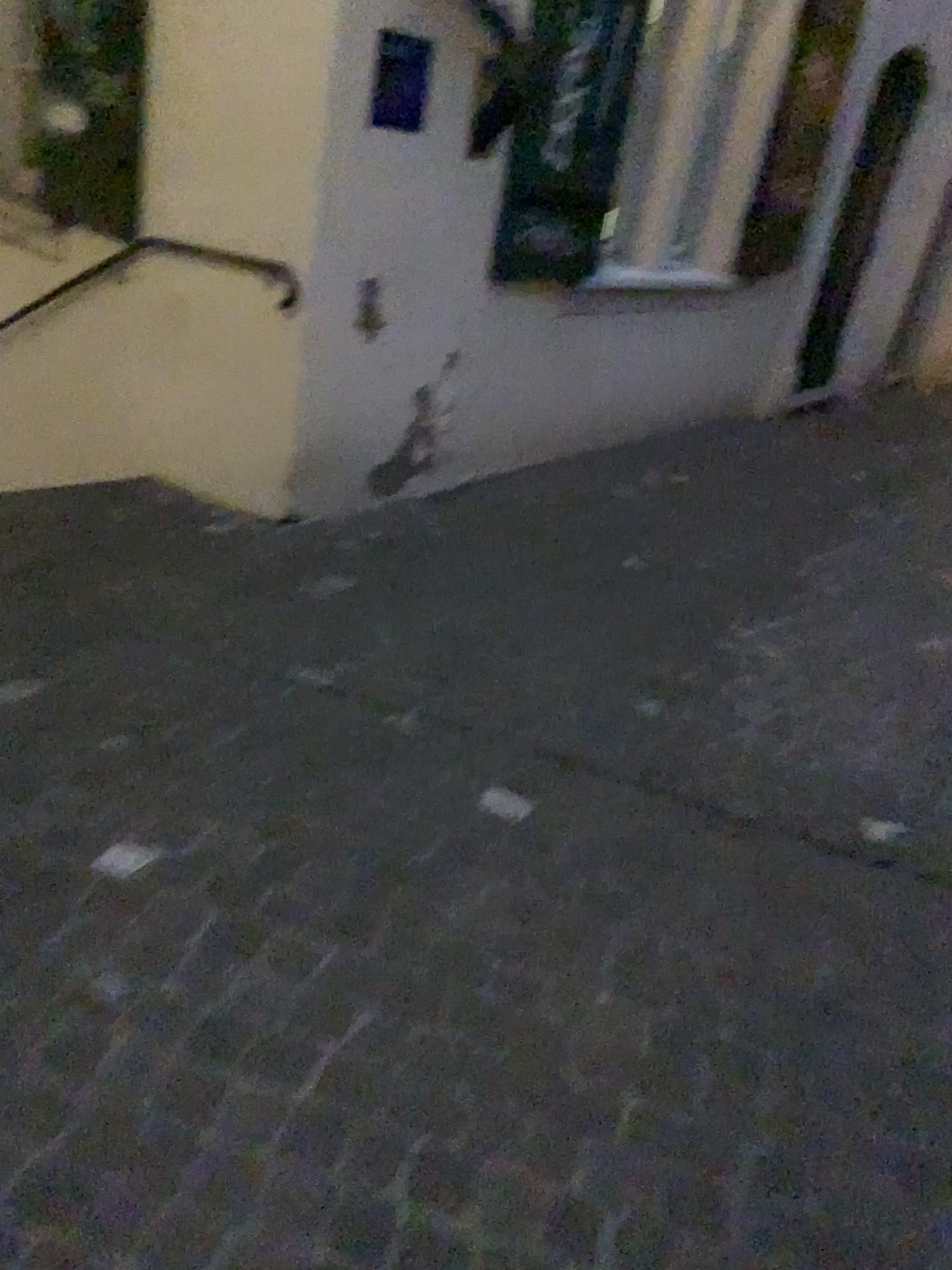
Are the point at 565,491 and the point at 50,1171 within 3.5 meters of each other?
no

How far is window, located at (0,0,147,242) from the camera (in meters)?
3.64

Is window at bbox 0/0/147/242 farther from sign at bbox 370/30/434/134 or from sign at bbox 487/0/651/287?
sign at bbox 487/0/651/287

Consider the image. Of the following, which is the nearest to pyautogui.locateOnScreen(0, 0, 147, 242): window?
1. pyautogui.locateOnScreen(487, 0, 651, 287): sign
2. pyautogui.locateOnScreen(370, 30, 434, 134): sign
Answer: pyautogui.locateOnScreen(370, 30, 434, 134): sign

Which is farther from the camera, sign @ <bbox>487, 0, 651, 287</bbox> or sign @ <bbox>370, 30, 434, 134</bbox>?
sign @ <bbox>487, 0, 651, 287</bbox>

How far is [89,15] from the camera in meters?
3.6 m

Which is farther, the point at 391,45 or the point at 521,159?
the point at 521,159

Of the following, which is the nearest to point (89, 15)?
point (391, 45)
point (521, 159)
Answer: point (391, 45)
